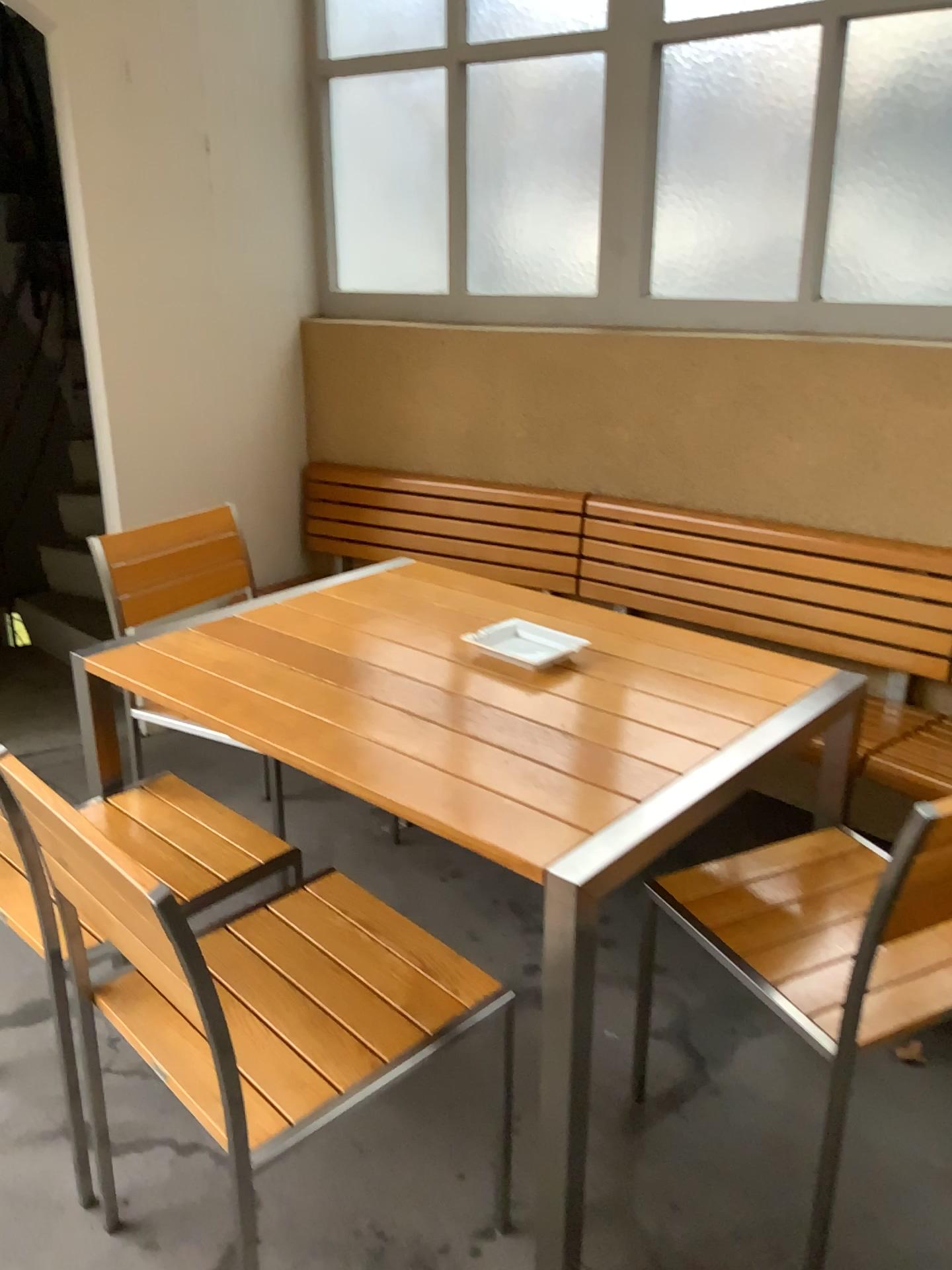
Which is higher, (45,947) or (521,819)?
(521,819)

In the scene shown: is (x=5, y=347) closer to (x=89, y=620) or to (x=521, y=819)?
(x=89, y=620)

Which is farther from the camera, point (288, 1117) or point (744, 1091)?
point (744, 1091)

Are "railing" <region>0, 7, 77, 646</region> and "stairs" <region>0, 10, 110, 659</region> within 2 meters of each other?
yes

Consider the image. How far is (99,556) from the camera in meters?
2.5

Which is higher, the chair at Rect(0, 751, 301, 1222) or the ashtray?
the ashtray

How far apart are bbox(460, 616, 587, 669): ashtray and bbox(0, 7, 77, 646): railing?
2.75m

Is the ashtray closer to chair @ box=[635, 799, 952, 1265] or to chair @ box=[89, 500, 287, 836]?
chair @ box=[635, 799, 952, 1265]

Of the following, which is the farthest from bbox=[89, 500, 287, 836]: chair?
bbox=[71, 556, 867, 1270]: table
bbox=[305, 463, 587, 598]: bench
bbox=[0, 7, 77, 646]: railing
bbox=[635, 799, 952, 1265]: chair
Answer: bbox=[0, 7, 77, 646]: railing

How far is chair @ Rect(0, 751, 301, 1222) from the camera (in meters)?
1.71
